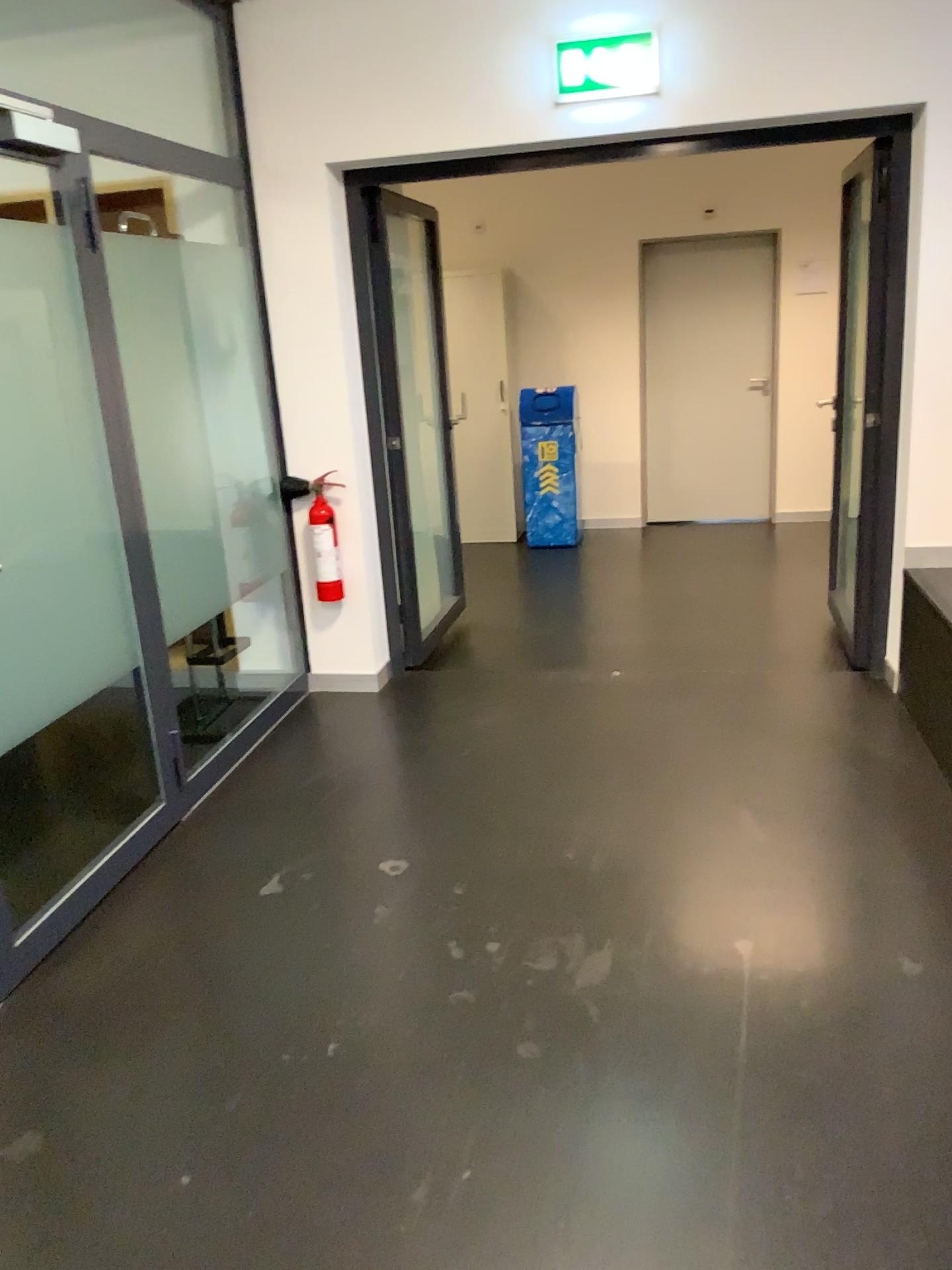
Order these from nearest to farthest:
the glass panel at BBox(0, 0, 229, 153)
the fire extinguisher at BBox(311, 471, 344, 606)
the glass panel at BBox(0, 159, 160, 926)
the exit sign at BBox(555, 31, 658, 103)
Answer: the glass panel at BBox(0, 159, 160, 926) < the exit sign at BBox(555, 31, 658, 103) < the glass panel at BBox(0, 0, 229, 153) < the fire extinguisher at BBox(311, 471, 344, 606)

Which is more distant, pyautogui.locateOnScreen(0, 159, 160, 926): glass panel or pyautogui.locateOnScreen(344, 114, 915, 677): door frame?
pyautogui.locateOnScreen(344, 114, 915, 677): door frame

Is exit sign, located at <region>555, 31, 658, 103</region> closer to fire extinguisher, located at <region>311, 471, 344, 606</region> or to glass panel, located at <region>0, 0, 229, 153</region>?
glass panel, located at <region>0, 0, 229, 153</region>

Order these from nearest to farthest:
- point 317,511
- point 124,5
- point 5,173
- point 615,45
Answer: point 5,173, point 615,45, point 124,5, point 317,511

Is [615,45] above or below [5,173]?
above

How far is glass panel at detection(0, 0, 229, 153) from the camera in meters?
3.9 m

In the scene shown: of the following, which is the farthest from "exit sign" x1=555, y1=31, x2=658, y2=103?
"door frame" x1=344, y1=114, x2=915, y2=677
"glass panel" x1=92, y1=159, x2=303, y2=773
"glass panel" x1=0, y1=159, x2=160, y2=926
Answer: "glass panel" x1=0, y1=159, x2=160, y2=926

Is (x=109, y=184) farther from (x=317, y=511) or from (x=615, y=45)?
(x=615, y=45)

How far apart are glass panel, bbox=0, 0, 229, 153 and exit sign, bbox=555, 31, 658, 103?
1.3m

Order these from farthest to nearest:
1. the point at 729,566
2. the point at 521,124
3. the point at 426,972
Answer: the point at 729,566 < the point at 521,124 < the point at 426,972
